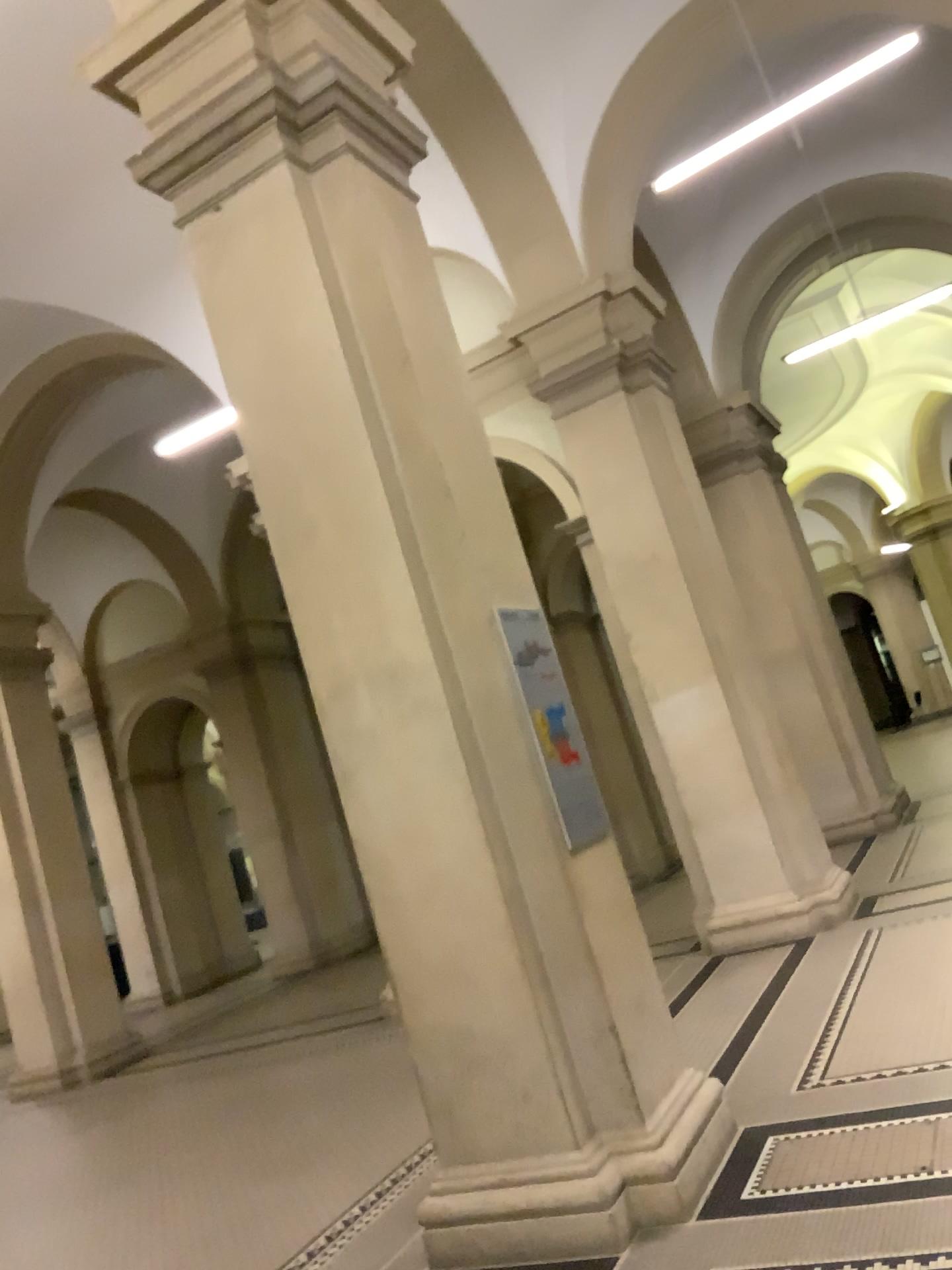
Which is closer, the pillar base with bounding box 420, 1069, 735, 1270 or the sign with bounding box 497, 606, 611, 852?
the pillar base with bounding box 420, 1069, 735, 1270

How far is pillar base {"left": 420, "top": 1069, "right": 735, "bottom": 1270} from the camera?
3.35m

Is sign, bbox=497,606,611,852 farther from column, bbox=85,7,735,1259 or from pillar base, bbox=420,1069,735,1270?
pillar base, bbox=420,1069,735,1270

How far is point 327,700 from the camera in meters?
3.9 m

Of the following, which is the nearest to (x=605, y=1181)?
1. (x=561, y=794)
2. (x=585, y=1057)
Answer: (x=585, y=1057)

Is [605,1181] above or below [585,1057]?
below

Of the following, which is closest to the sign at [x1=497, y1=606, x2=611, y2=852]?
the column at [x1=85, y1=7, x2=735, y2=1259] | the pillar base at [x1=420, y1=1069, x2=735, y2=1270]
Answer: the column at [x1=85, y1=7, x2=735, y2=1259]

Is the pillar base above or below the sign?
below

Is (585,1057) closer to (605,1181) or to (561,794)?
(605,1181)
